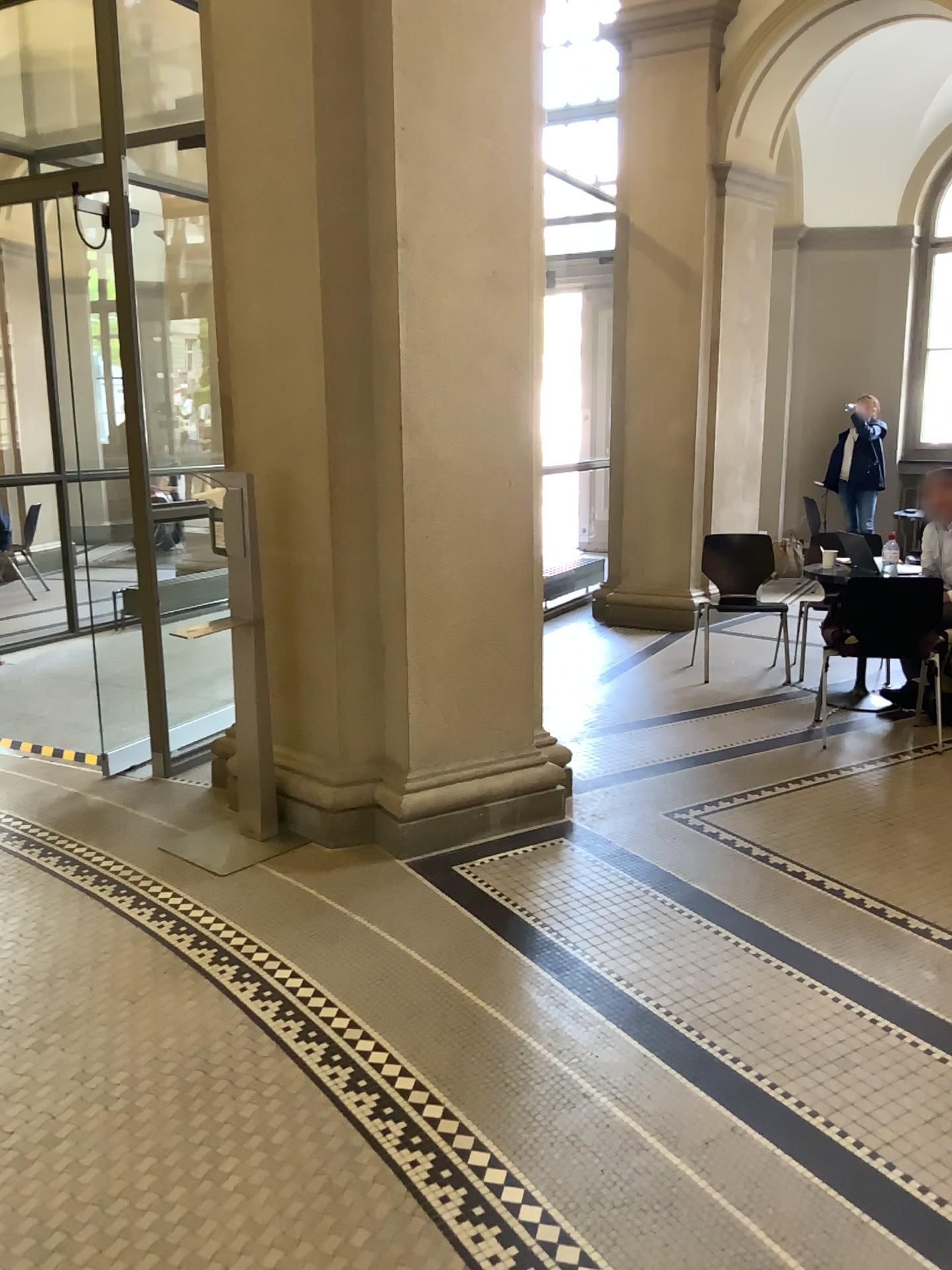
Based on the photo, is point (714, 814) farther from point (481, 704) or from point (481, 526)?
point (481, 526)
